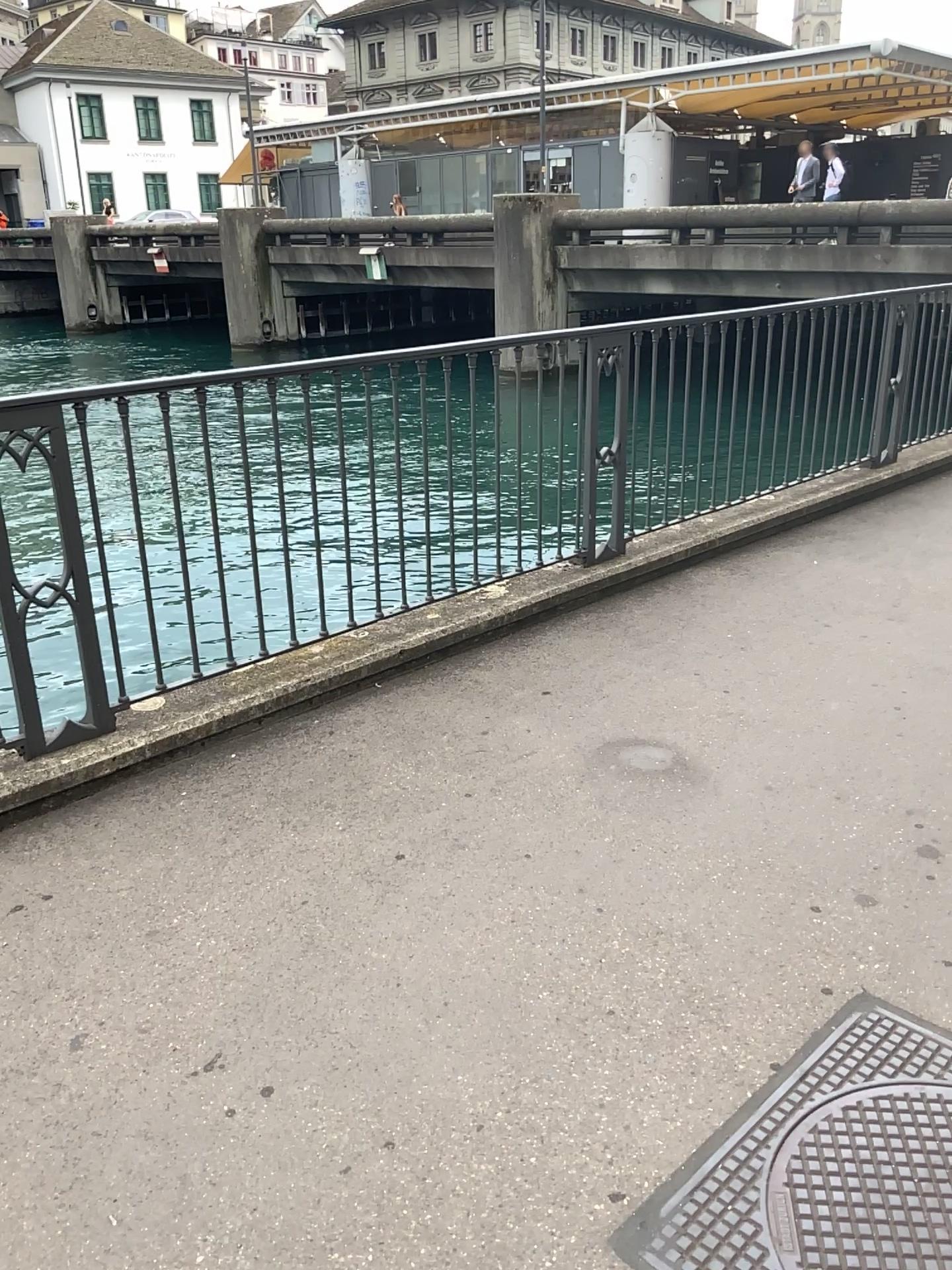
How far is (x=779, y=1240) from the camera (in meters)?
1.68

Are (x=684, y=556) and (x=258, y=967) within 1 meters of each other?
→ no

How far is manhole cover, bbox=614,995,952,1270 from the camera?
1.7m
